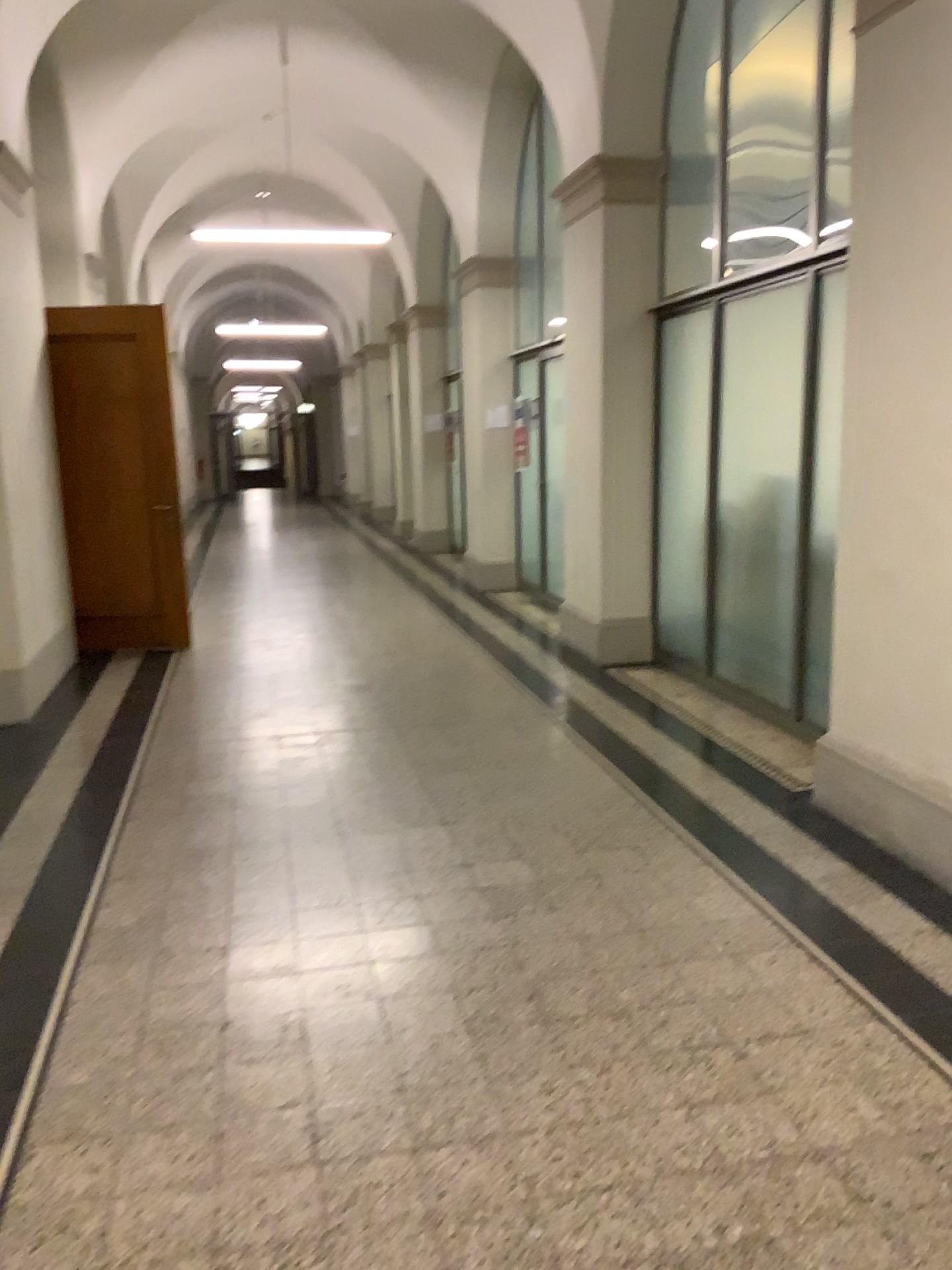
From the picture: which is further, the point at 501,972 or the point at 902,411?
the point at 902,411
